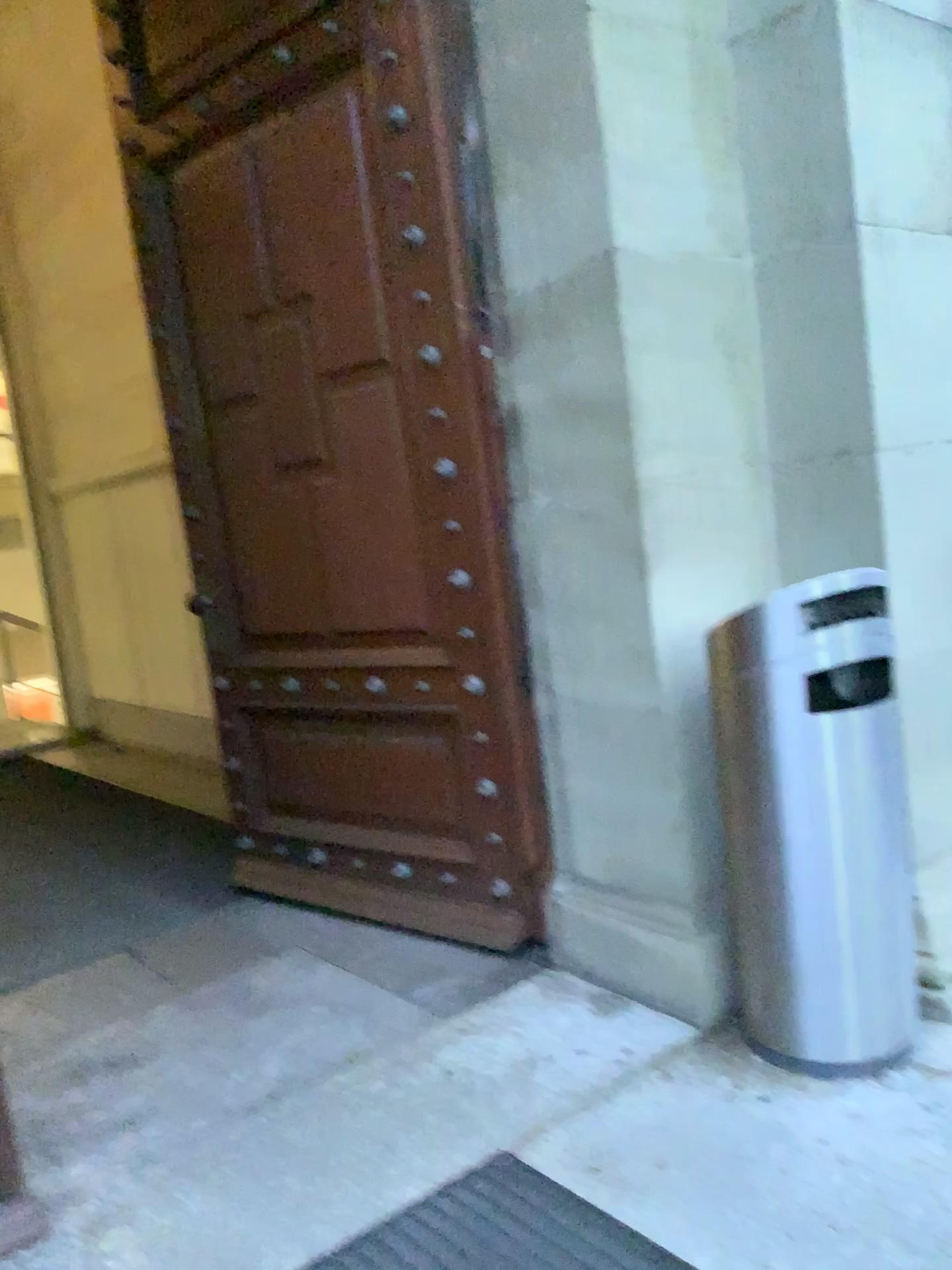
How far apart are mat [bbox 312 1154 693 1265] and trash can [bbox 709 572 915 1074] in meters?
0.6

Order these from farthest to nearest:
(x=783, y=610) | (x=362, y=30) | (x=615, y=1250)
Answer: (x=362, y=30) → (x=783, y=610) → (x=615, y=1250)

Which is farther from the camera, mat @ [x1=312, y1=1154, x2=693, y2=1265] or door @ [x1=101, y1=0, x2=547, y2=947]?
door @ [x1=101, y1=0, x2=547, y2=947]

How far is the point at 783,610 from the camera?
2.12m

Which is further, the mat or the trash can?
the trash can

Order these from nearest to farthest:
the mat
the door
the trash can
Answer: the mat, the trash can, the door

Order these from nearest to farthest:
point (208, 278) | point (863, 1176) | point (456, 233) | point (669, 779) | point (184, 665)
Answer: point (863, 1176) < point (669, 779) < point (456, 233) < point (208, 278) < point (184, 665)

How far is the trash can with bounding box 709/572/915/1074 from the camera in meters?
2.1 m

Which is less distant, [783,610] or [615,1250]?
[615,1250]

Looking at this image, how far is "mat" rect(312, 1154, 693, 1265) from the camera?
1.8m
